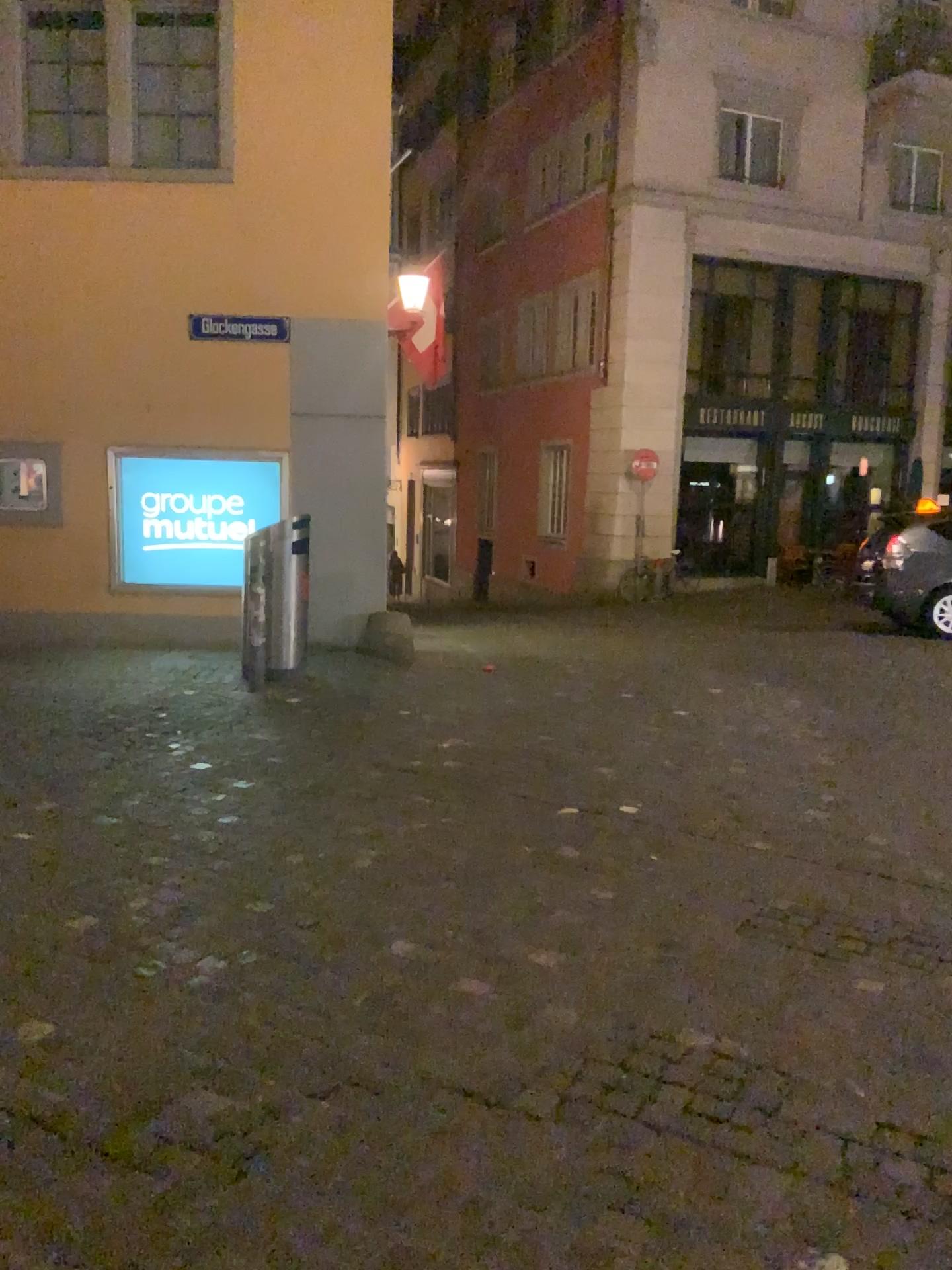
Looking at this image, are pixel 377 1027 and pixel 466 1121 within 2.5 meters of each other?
yes
